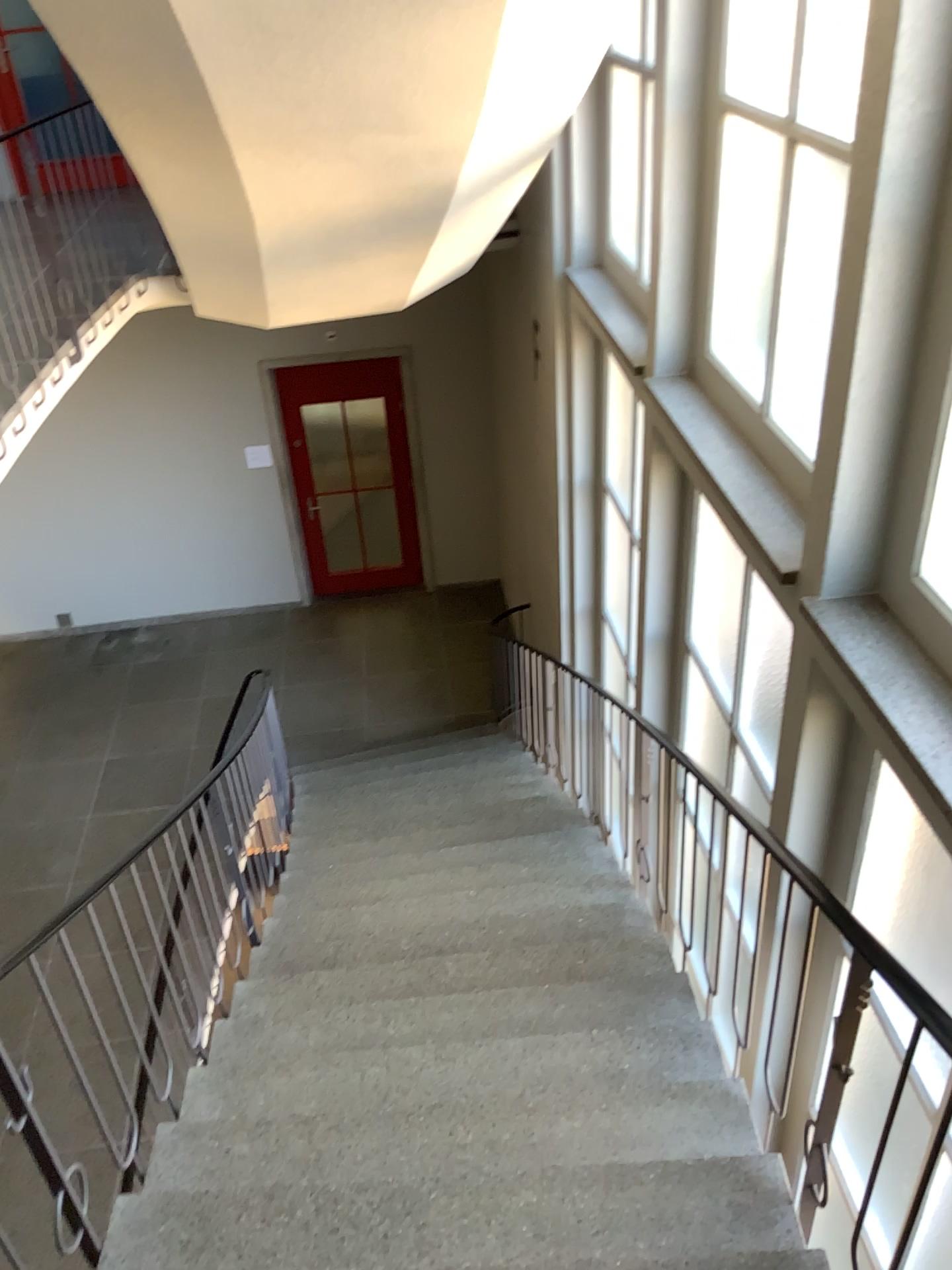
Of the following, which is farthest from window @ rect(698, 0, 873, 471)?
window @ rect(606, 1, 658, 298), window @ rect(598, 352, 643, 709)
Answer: window @ rect(598, 352, 643, 709)

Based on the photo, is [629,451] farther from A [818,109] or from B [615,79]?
A [818,109]

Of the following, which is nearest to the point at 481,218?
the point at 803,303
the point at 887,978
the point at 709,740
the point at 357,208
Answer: the point at 357,208

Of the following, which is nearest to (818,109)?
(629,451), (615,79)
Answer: (615,79)

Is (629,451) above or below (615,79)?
below

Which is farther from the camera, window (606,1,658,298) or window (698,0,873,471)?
window (606,1,658,298)

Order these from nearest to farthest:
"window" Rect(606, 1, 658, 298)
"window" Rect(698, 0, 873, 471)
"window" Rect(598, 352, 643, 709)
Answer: "window" Rect(698, 0, 873, 471), "window" Rect(606, 1, 658, 298), "window" Rect(598, 352, 643, 709)

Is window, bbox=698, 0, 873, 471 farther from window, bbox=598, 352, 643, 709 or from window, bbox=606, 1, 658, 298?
window, bbox=598, 352, 643, 709

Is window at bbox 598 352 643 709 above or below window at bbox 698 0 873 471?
below

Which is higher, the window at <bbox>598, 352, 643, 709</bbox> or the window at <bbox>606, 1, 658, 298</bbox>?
the window at <bbox>606, 1, 658, 298</bbox>
